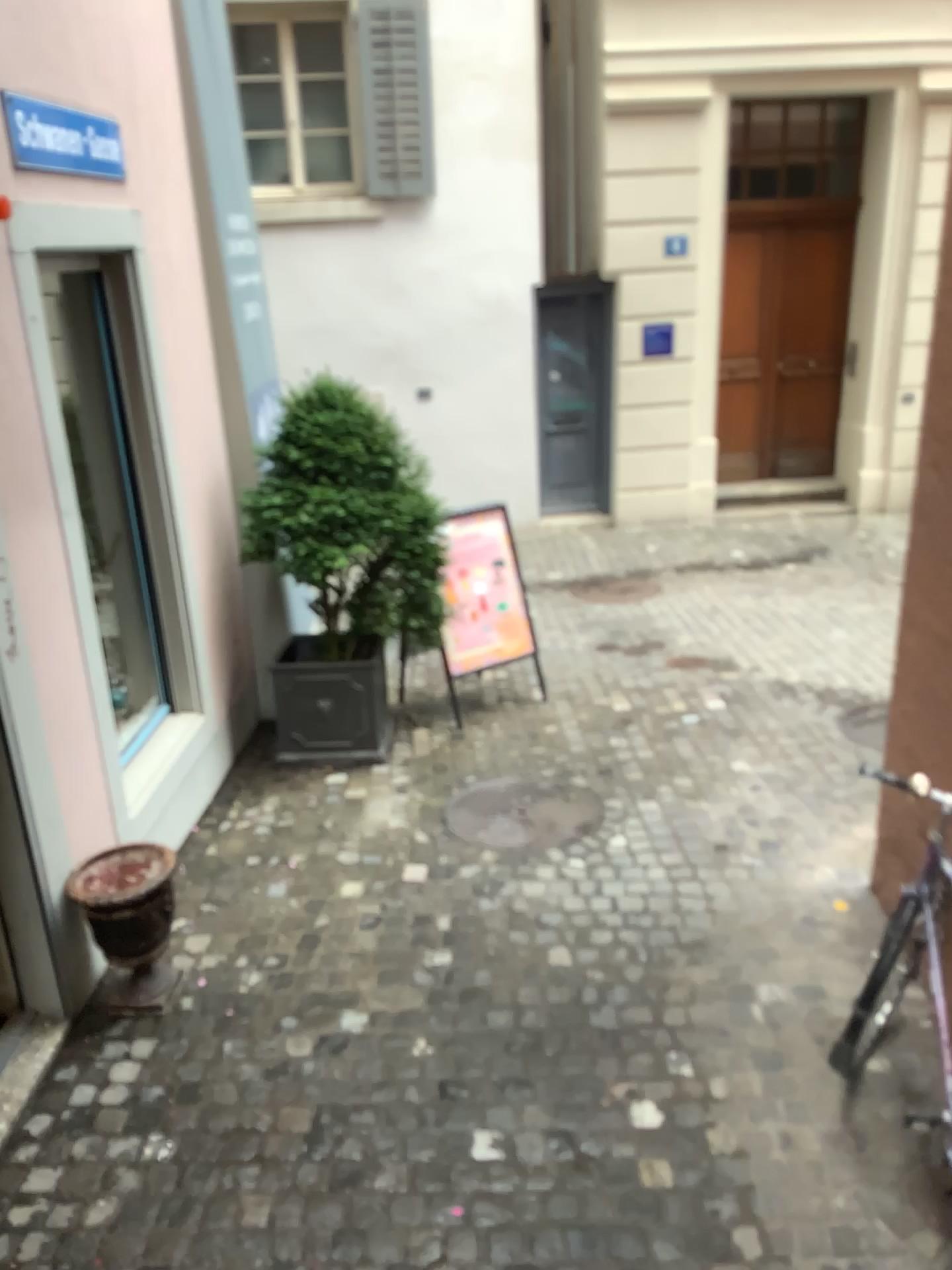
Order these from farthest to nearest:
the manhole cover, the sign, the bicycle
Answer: the manhole cover
the sign
the bicycle

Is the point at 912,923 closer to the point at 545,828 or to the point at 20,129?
the point at 545,828

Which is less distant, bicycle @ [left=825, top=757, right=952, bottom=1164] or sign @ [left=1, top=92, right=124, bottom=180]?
bicycle @ [left=825, top=757, right=952, bottom=1164]

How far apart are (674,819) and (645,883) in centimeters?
54cm

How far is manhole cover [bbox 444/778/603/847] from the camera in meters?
4.5

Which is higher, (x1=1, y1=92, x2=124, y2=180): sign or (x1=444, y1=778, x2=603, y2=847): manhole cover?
(x1=1, y1=92, x2=124, y2=180): sign

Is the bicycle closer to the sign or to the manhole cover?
the manhole cover

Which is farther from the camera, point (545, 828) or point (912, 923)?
point (545, 828)

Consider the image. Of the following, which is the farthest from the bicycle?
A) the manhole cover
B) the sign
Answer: the sign

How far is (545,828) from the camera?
4.47m
